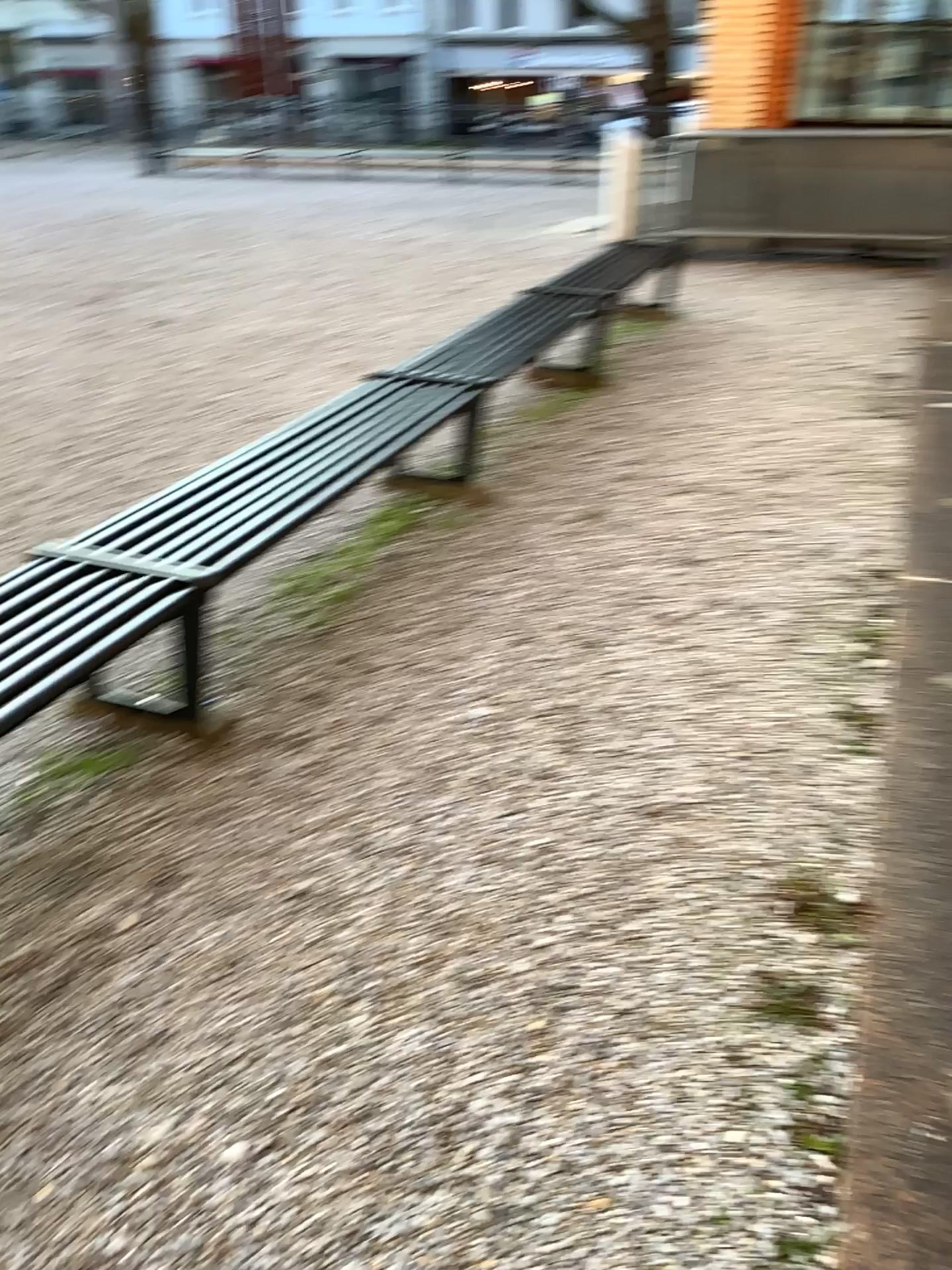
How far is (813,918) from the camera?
2.2m

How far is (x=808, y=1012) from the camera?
2.0 meters

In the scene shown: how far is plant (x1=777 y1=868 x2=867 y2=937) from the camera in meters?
2.2 m

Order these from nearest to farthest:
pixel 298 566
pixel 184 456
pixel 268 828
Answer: pixel 268 828 → pixel 298 566 → pixel 184 456

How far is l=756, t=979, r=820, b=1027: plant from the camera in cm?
198

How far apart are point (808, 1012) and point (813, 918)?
0.3 meters
